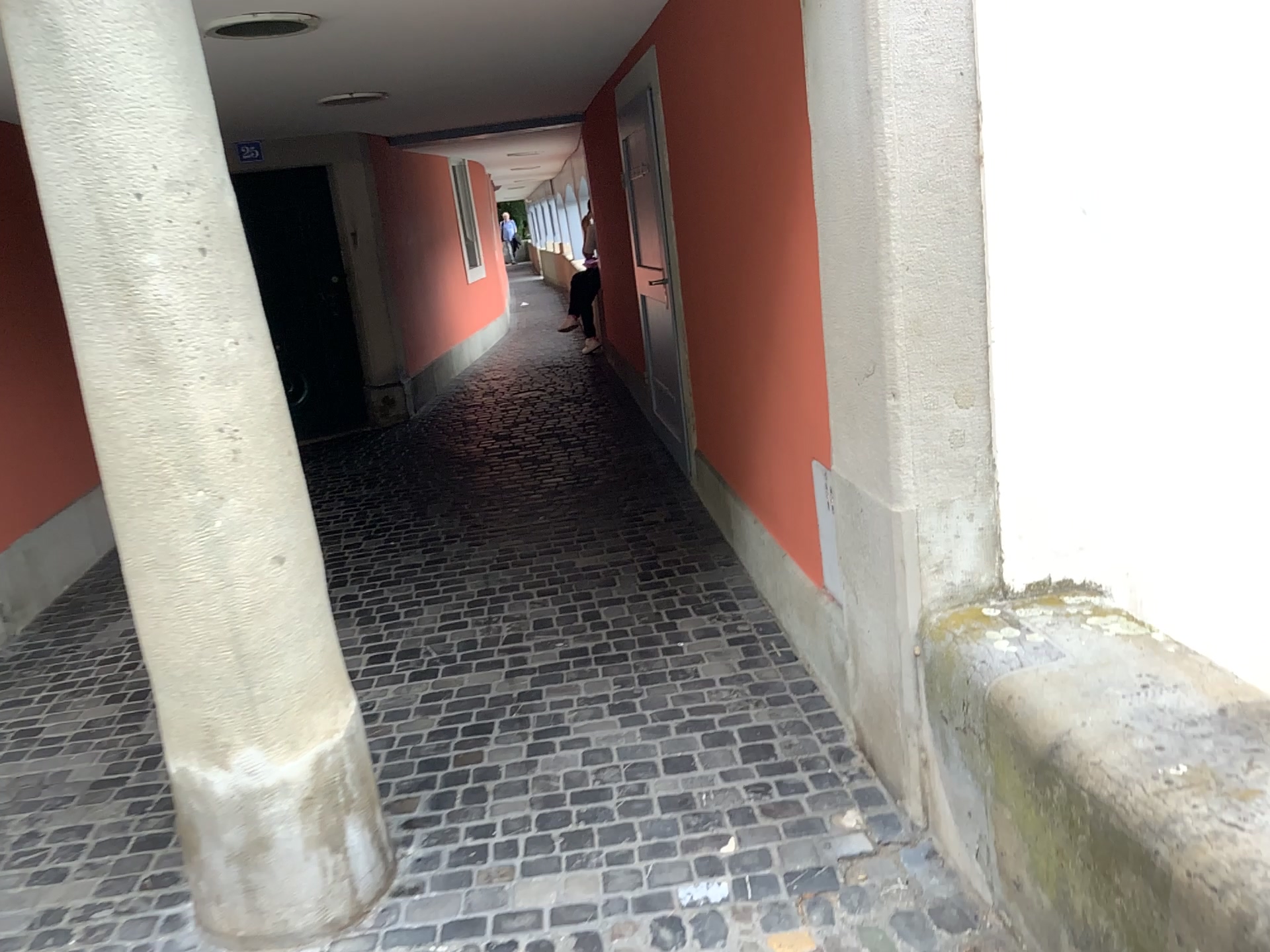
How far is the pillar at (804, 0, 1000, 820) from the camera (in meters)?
2.09

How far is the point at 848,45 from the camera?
2.09m

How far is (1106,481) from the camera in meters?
2.3 m
